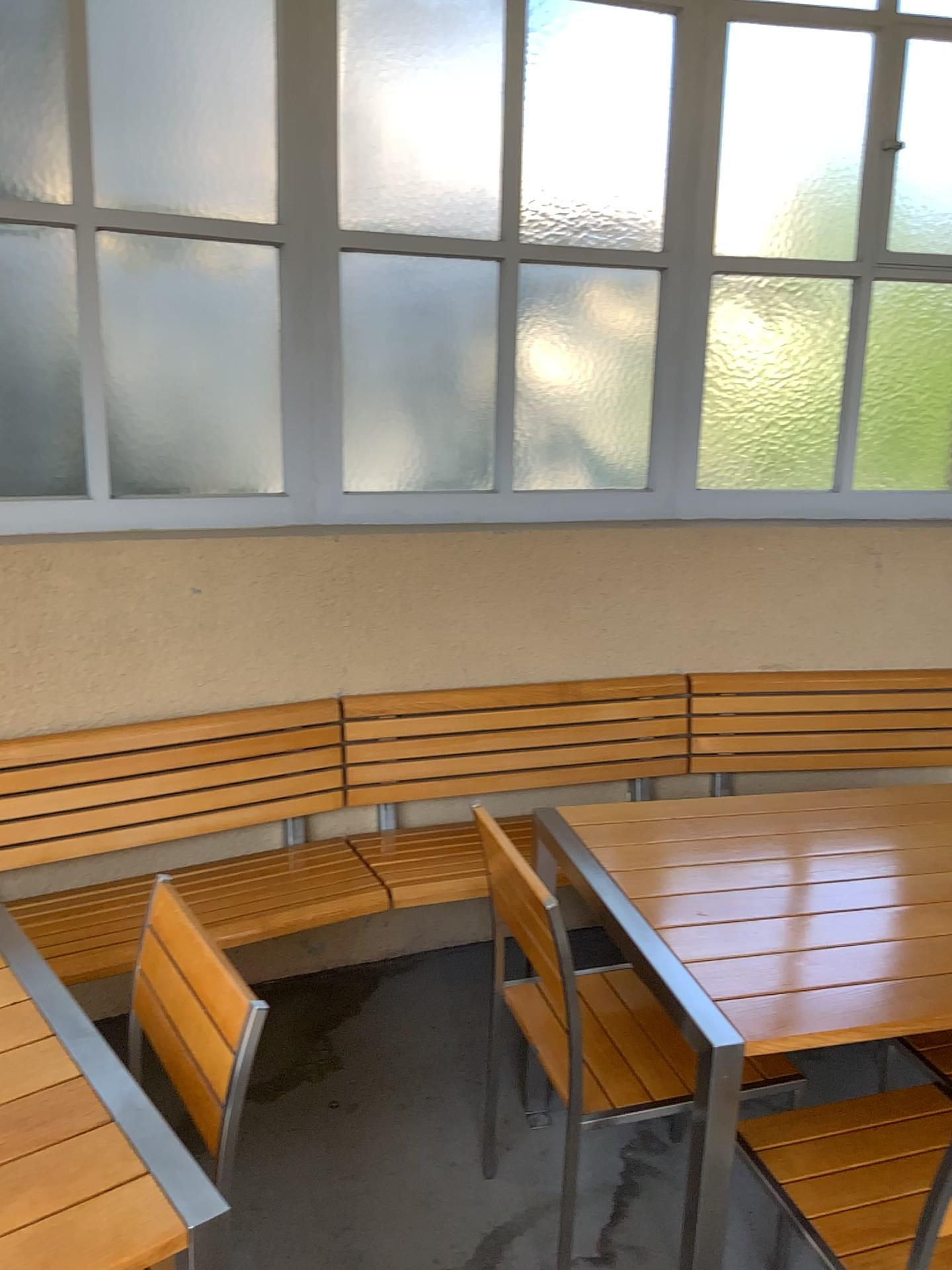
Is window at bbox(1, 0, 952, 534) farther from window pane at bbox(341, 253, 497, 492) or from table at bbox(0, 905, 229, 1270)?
table at bbox(0, 905, 229, 1270)

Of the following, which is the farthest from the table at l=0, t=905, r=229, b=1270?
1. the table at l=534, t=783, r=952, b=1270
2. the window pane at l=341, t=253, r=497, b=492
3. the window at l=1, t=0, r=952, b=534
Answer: the window pane at l=341, t=253, r=497, b=492

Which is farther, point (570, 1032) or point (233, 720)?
point (233, 720)

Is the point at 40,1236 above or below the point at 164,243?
below

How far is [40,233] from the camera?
2.5 meters

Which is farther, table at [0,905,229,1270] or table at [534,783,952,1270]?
table at [534,783,952,1270]

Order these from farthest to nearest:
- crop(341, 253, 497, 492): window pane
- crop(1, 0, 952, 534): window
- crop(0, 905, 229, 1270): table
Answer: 1. crop(341, 253, 497, 492): window pane
2. crop(1, 0, 952, 534): window
3. crop(0, 905, 229, 1270): table

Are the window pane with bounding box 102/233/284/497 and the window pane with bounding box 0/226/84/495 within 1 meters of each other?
yes

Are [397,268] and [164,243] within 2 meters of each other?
yes

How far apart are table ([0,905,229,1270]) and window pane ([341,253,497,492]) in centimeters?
188cm
